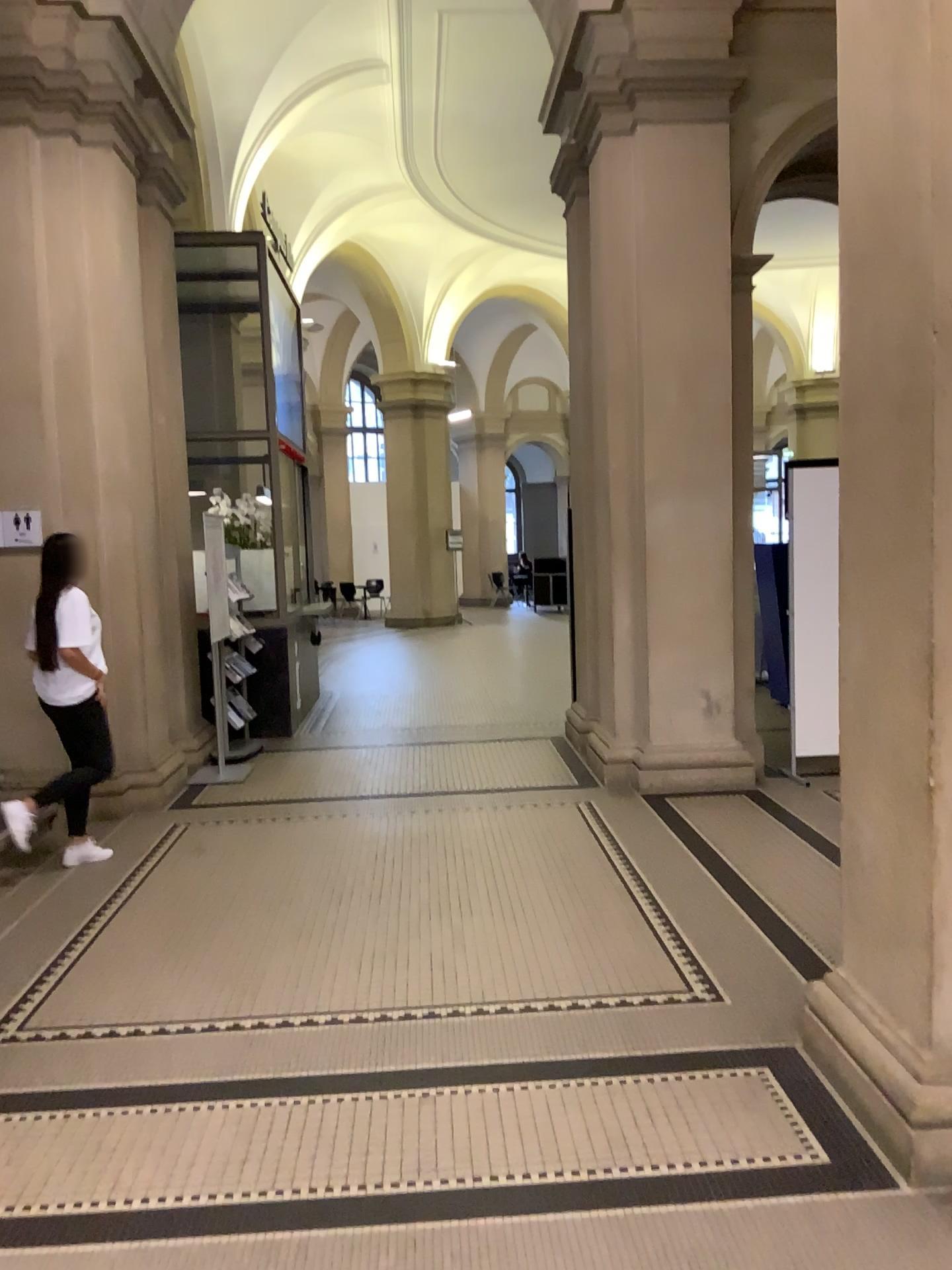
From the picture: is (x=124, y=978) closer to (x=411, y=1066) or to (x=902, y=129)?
(x=411, y=1066)

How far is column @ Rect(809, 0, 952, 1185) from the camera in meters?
2.4

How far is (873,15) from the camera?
2.4 meters
